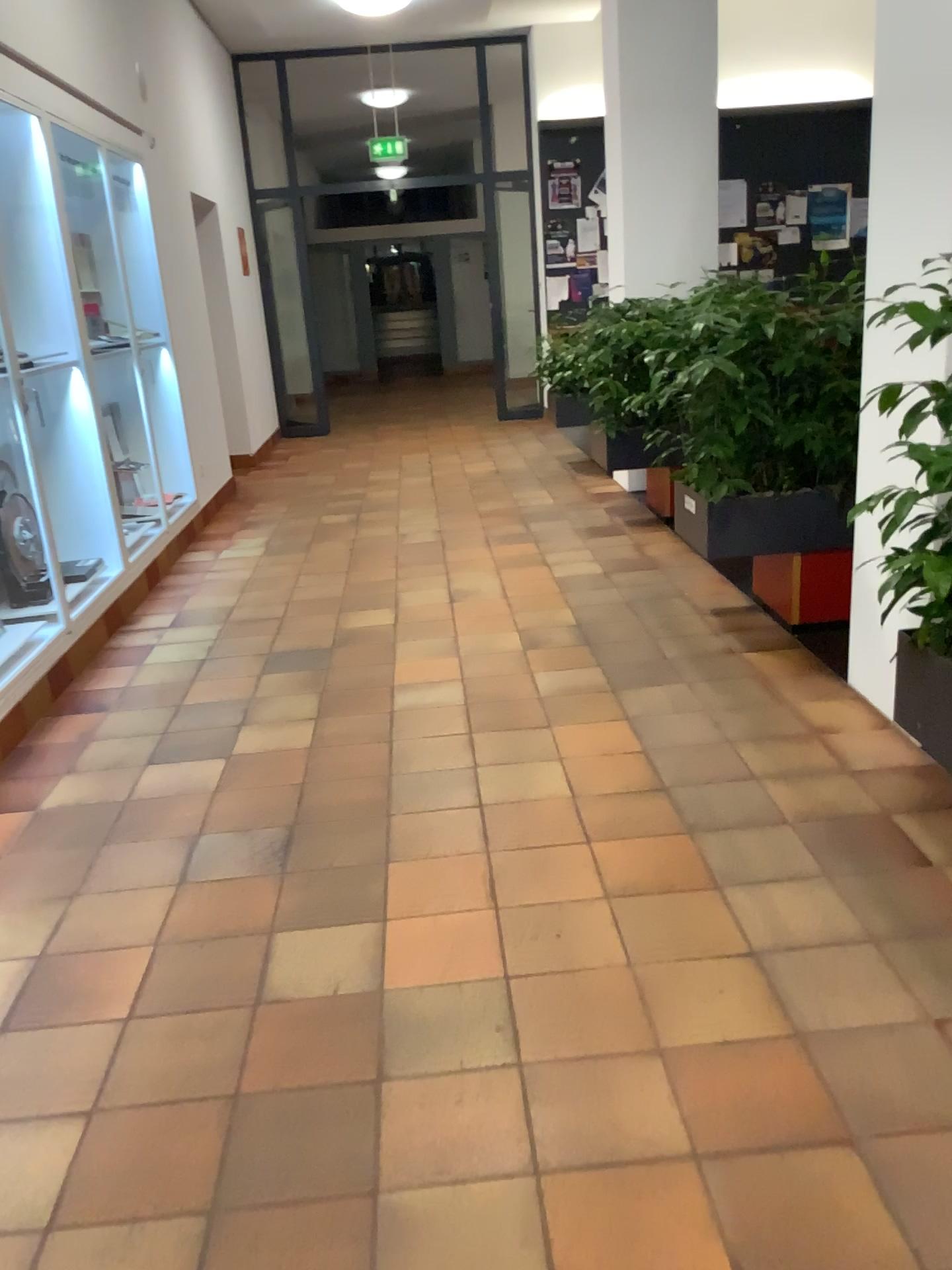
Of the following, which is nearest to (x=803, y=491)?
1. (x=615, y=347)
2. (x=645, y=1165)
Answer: (x=615, y=347)

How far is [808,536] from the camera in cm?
374

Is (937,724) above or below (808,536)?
below

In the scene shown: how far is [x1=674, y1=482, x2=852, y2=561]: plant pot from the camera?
3.74m

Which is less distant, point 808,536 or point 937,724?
point 937,724

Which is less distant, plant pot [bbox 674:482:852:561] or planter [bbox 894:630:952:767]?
planter [bbox 894:630:952:767]
